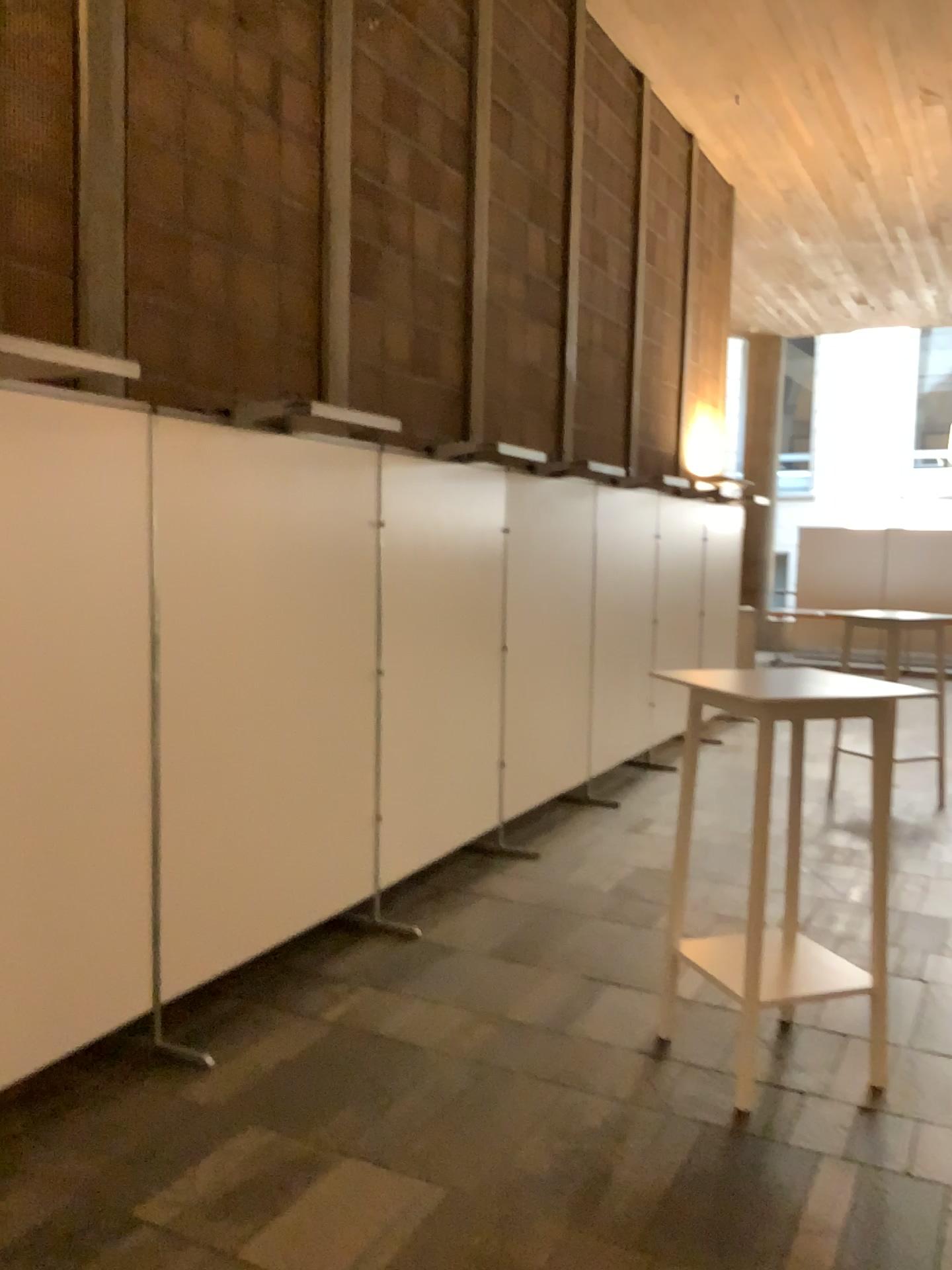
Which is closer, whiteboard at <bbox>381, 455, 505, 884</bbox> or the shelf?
the shelf

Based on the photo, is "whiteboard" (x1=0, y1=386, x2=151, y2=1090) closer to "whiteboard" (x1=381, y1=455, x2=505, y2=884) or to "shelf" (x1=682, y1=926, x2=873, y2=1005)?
"whiteboard" (x1=381, y1=455, x2=505, y2=884)

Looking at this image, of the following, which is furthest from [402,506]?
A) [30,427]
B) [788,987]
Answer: [788,987]

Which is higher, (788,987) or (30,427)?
(30,427)

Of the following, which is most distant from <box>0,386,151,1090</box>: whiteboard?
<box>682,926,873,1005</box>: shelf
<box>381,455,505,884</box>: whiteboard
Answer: <box>682,926,873,1005</box>: shelf

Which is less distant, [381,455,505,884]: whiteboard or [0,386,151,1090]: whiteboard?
[0,386,151,1090]: whiteboard

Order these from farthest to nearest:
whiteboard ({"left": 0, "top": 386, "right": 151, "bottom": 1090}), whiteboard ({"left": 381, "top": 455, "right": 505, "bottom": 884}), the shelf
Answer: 1. whiteboard ({"left": 381, "top": 455, "right": 505, "bottom": 884})
2. the shelf
3. whiteboard ({"left": 0, "top": 386, "right": 151, "bottom": 1090})

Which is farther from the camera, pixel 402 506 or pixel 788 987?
pixel 402 506

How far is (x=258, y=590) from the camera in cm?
359

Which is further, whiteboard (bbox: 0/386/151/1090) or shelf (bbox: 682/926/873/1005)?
shelf (bbox: 682/926/873/1005)
